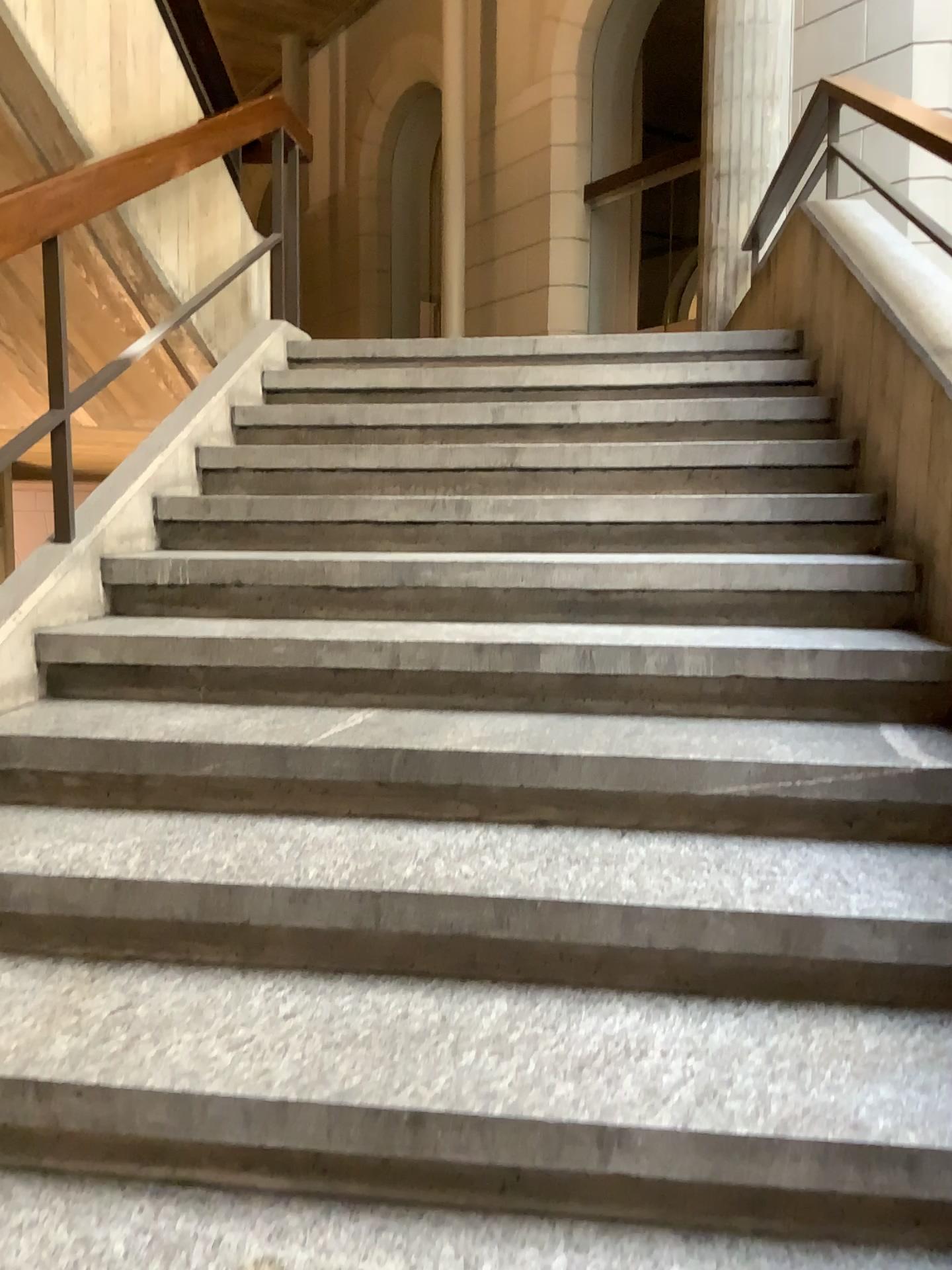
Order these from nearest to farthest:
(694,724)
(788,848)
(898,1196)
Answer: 1. (898,1196)
2. (788,848)
3. (694,724)
